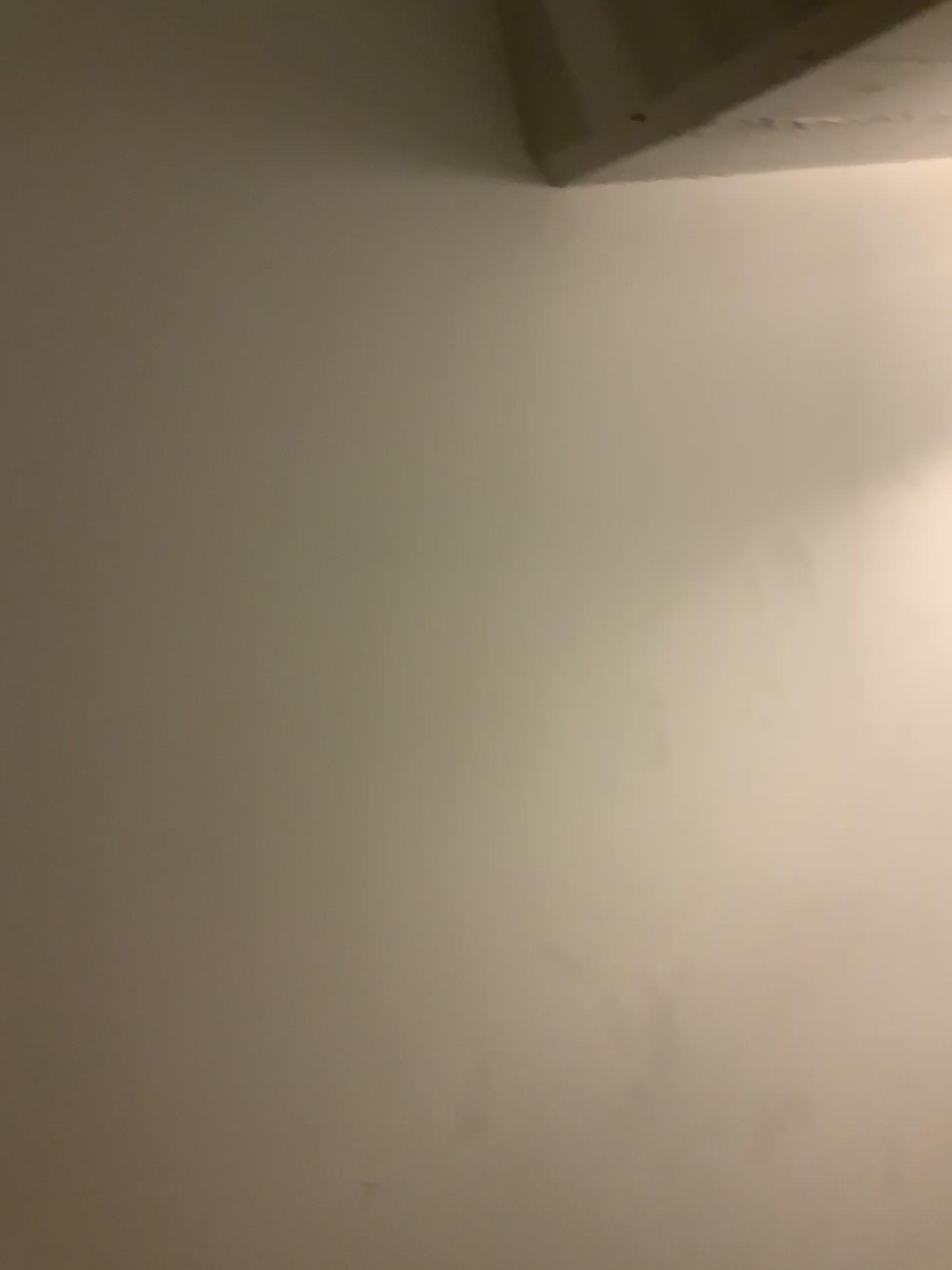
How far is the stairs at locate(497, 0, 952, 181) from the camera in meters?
0.7

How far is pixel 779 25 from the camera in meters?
0.7 m

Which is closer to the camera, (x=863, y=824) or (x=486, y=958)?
(x=486, y=958)
